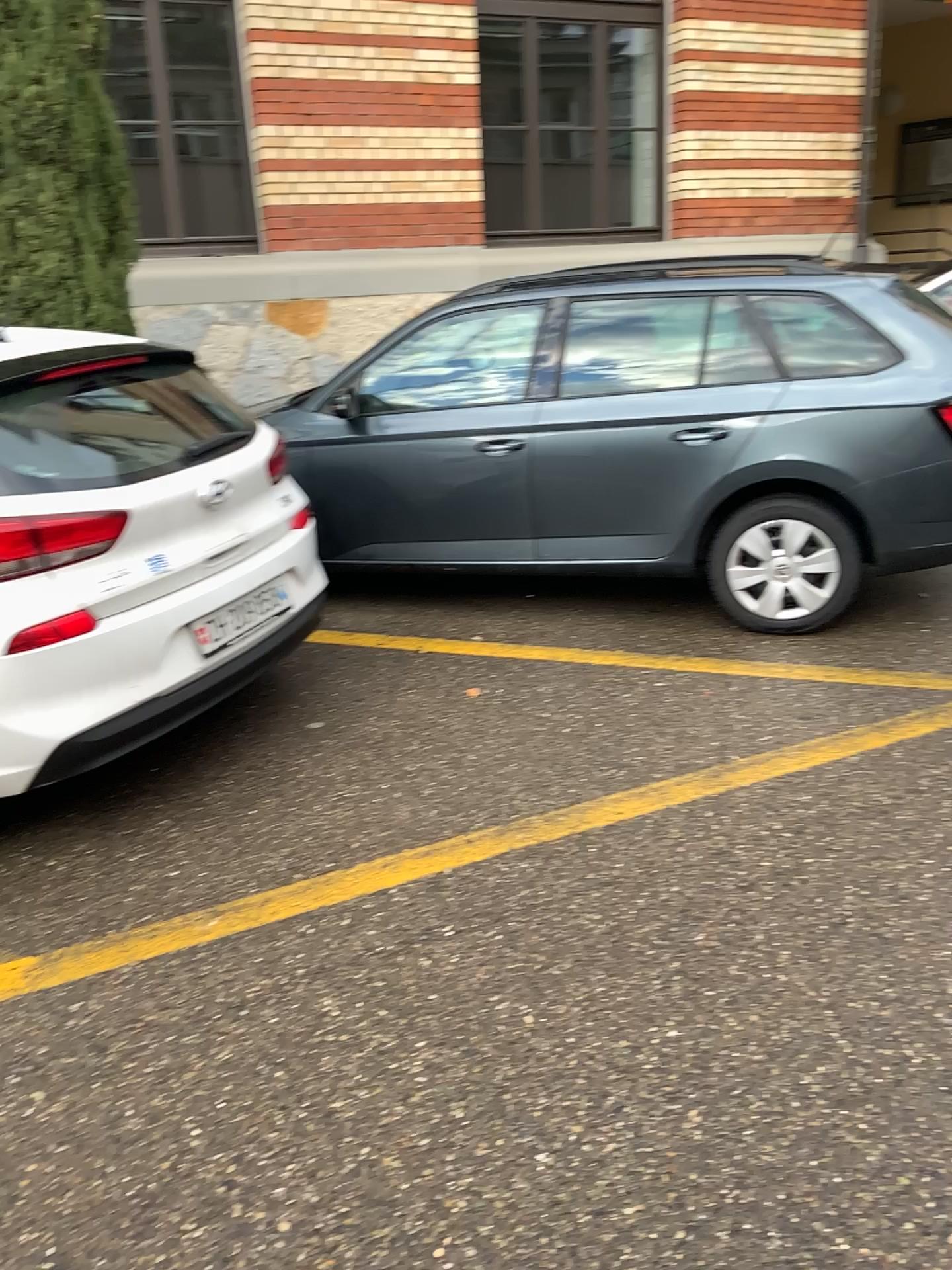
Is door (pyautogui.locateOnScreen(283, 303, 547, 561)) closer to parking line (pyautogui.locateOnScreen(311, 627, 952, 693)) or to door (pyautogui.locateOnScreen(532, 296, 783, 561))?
door (pyautogui.locateOnScreen(532, 296, 783, 561))

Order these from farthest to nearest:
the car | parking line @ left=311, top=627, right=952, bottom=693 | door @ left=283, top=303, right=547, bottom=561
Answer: door @ left=283, top=303, right=547, bottom=561
parking line @ left=311, top=627, right=952, bottom=693
the car

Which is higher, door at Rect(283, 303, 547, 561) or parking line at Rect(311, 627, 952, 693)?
door at Rect(283, 303, 547, 561)

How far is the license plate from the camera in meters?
3.2 m

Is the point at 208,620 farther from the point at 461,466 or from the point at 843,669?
the point at 843,669

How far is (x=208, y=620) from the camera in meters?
3.2

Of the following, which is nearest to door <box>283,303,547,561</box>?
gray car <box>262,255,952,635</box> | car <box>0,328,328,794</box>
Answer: gray car <box>262,255,952,635</box>

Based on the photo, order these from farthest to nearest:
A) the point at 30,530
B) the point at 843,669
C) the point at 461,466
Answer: the point at 461,466 < the point at 843,669 < the point at 30,530

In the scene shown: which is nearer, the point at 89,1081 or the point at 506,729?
the point at 89,1081

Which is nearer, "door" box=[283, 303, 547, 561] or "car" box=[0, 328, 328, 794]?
"car" box=[0, 328, 328, 794]
